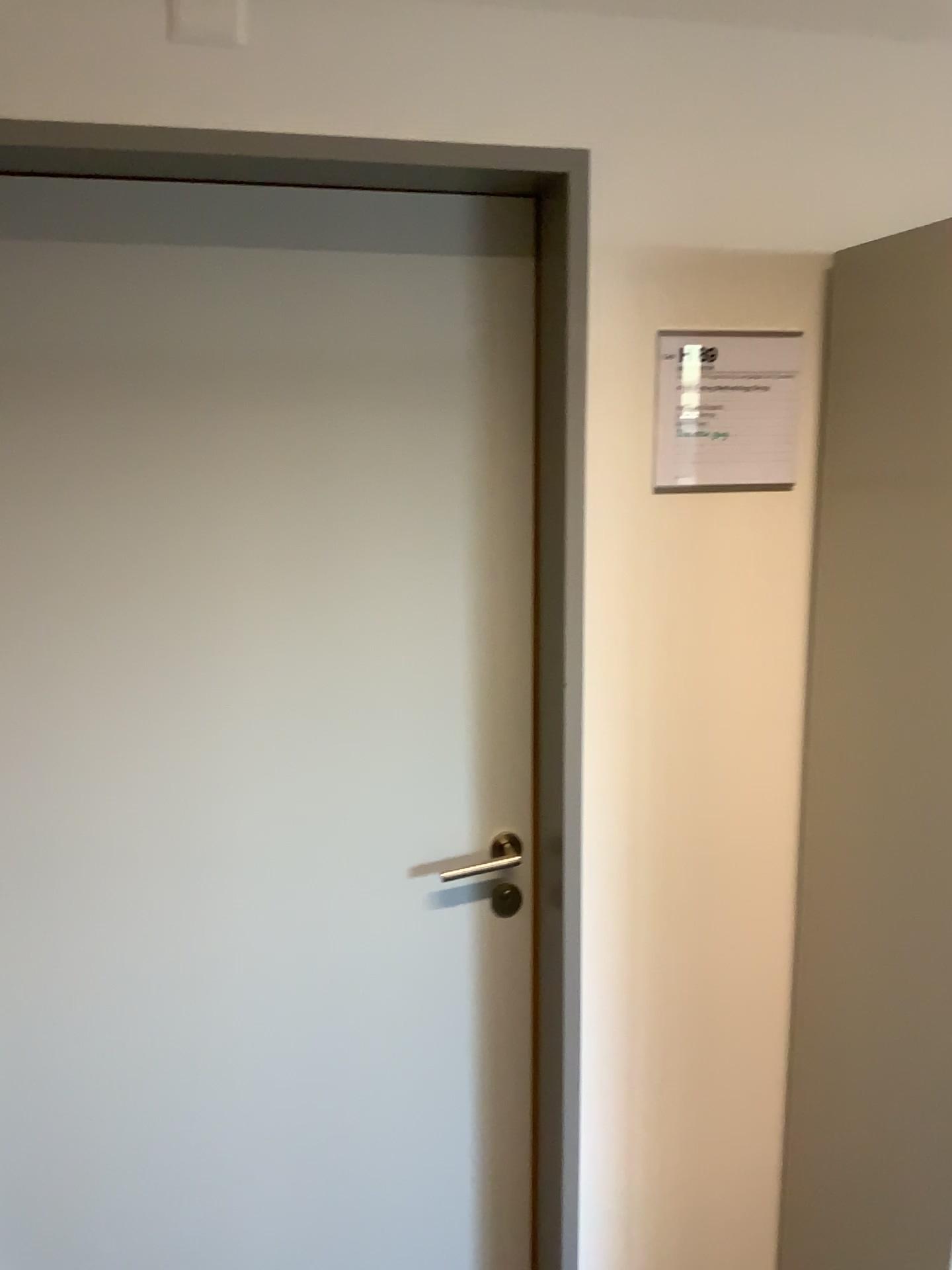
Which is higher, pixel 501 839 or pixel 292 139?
pixel 292 139

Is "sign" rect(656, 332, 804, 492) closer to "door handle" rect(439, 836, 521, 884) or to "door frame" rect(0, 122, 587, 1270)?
"door frame" rect(0, 122, 587, 1270)

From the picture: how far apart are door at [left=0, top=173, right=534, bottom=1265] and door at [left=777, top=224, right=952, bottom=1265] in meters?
0.4

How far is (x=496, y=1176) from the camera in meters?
1.8 m

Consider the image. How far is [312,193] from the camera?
1.44m

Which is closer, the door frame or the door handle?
the door frame

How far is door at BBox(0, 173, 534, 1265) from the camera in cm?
144

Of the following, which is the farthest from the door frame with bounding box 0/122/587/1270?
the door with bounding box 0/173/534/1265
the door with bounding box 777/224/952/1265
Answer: the door with bounding box 777/224/952/1265

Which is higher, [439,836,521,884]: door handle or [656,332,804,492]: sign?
[656,332,804,492]: sign

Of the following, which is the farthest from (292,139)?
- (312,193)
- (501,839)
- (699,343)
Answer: (501,839)
